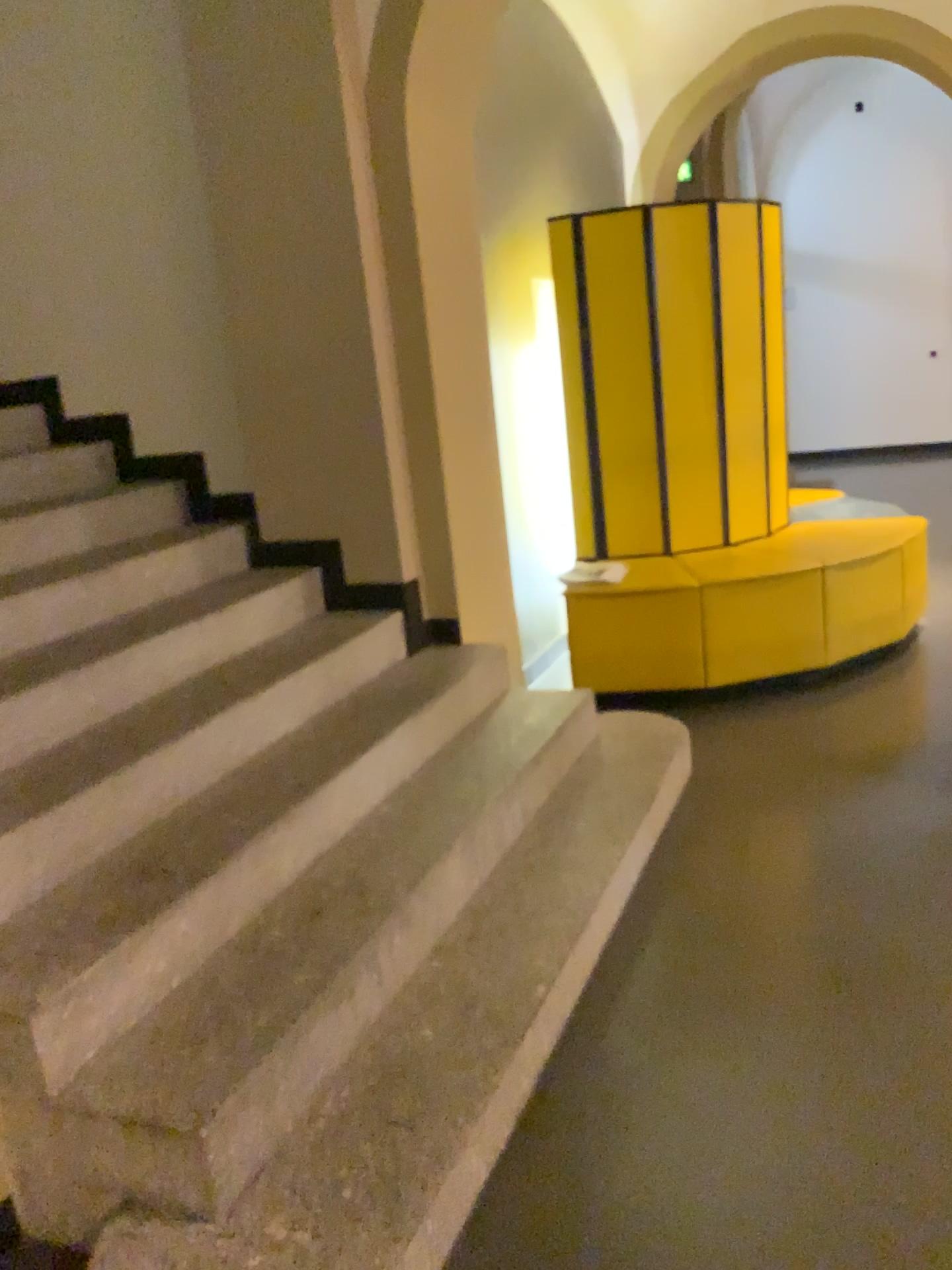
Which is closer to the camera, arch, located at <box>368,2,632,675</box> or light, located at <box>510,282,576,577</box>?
arch, located at <box>368,2,632,675</box>

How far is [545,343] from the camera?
4.5m

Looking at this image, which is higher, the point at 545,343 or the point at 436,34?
the point at 436,34

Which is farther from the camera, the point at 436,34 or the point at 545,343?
the point at 545,343

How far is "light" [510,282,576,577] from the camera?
4.5 meters

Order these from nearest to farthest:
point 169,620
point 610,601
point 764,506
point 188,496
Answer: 1. point 169,620
2. point 188,496
3. point 610,601
4. point 764,506
